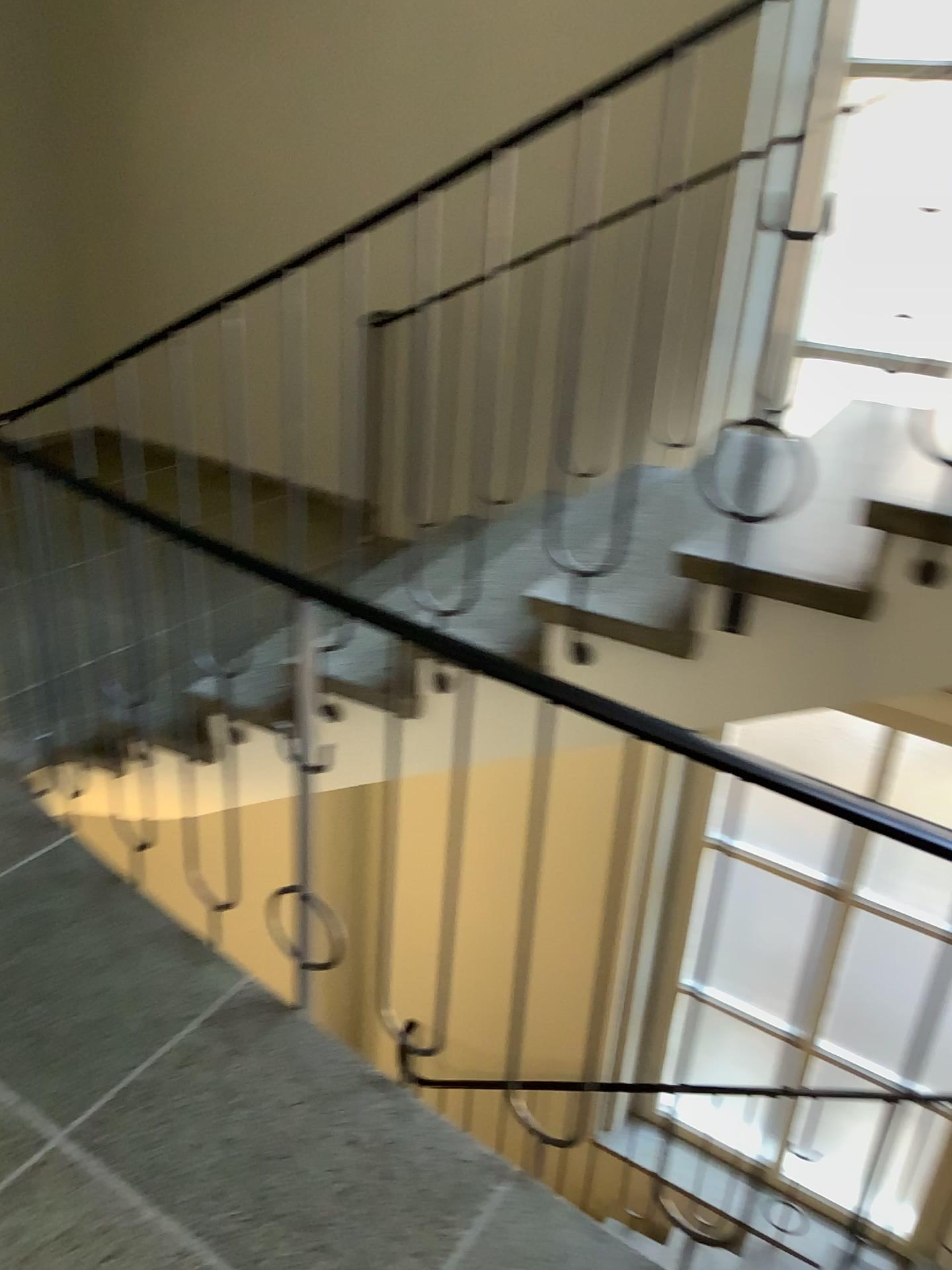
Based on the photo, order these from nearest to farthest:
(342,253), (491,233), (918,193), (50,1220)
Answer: (50,1220) → (918,193) → (491,233) → (342,253)

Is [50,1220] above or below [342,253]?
below

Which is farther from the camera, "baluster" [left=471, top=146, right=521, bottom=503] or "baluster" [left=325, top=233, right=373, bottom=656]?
"baluster" [left=325, top=233, right=373, bottom=656]

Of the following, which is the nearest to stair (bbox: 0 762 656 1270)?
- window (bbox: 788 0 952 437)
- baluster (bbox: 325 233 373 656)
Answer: baluster (bbox: 325 233 373 656)

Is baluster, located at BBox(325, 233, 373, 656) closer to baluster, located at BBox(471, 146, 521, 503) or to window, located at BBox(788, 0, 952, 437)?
baluster, located at BBox(471, 146, 521, 503)

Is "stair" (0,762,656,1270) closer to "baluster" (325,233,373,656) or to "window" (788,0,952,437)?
"baluster" (325,233,373,656)

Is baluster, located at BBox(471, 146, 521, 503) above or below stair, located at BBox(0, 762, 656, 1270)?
above

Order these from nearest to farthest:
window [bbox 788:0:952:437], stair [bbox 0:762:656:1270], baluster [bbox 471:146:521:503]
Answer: stair [bbox 0:762:656:1270], window [bbox 788:0:952:437], baluster [bbox 471:146:521:503]

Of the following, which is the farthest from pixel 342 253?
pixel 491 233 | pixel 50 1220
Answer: pixel 50 1220

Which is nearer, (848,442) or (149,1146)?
(149,1146)
